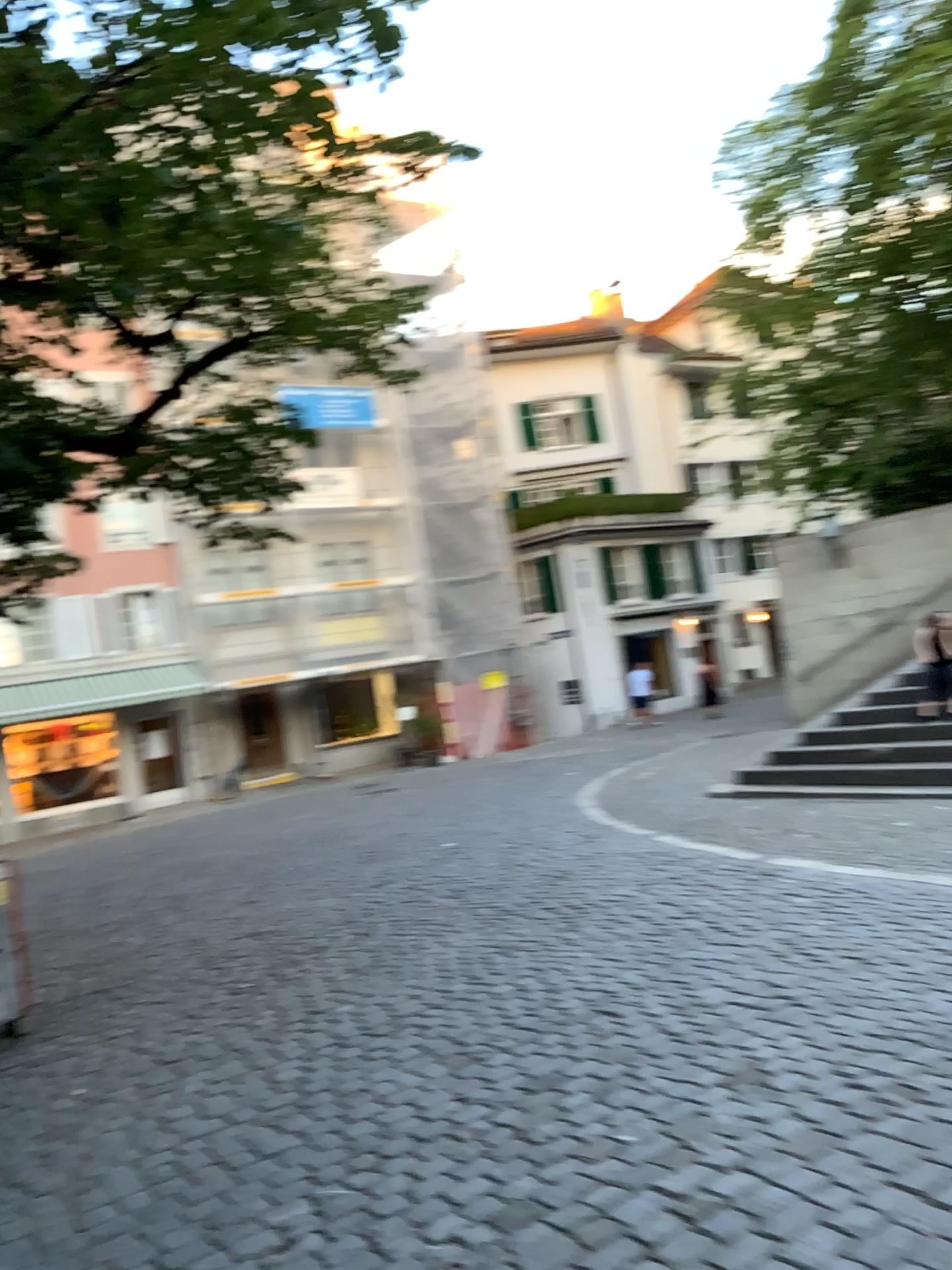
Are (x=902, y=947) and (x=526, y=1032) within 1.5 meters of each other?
no
